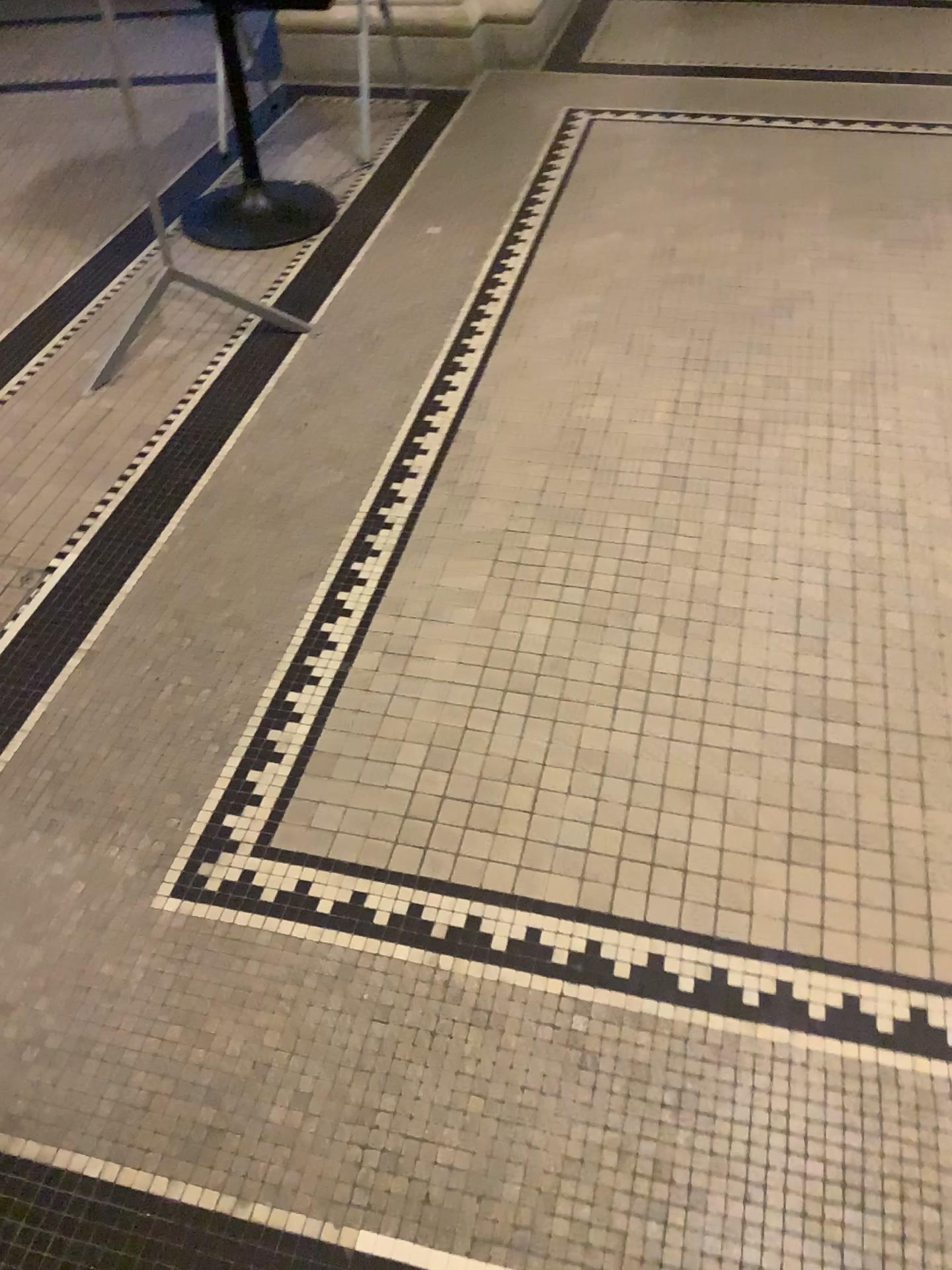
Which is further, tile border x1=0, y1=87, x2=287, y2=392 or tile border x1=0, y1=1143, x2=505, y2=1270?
tile border x1=0, y1=87, x2=287, y2=392

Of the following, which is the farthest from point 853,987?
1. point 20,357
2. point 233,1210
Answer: point 20,357

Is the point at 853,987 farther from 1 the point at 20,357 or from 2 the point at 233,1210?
1 the point at 20,357

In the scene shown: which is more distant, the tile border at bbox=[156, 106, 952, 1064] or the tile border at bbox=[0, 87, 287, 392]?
the tile border at bbox=[0, 87, 287, 392]

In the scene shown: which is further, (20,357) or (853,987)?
(20,357)

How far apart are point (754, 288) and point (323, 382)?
1.1 meters

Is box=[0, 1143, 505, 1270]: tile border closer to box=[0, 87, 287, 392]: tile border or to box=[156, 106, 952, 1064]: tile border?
box=[156, 106, 952, 1064]: tile border

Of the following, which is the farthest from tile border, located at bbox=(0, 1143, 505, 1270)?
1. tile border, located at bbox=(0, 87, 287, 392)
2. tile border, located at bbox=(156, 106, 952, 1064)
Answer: tile border, located at bbox=(0, 87, 287, 392)
